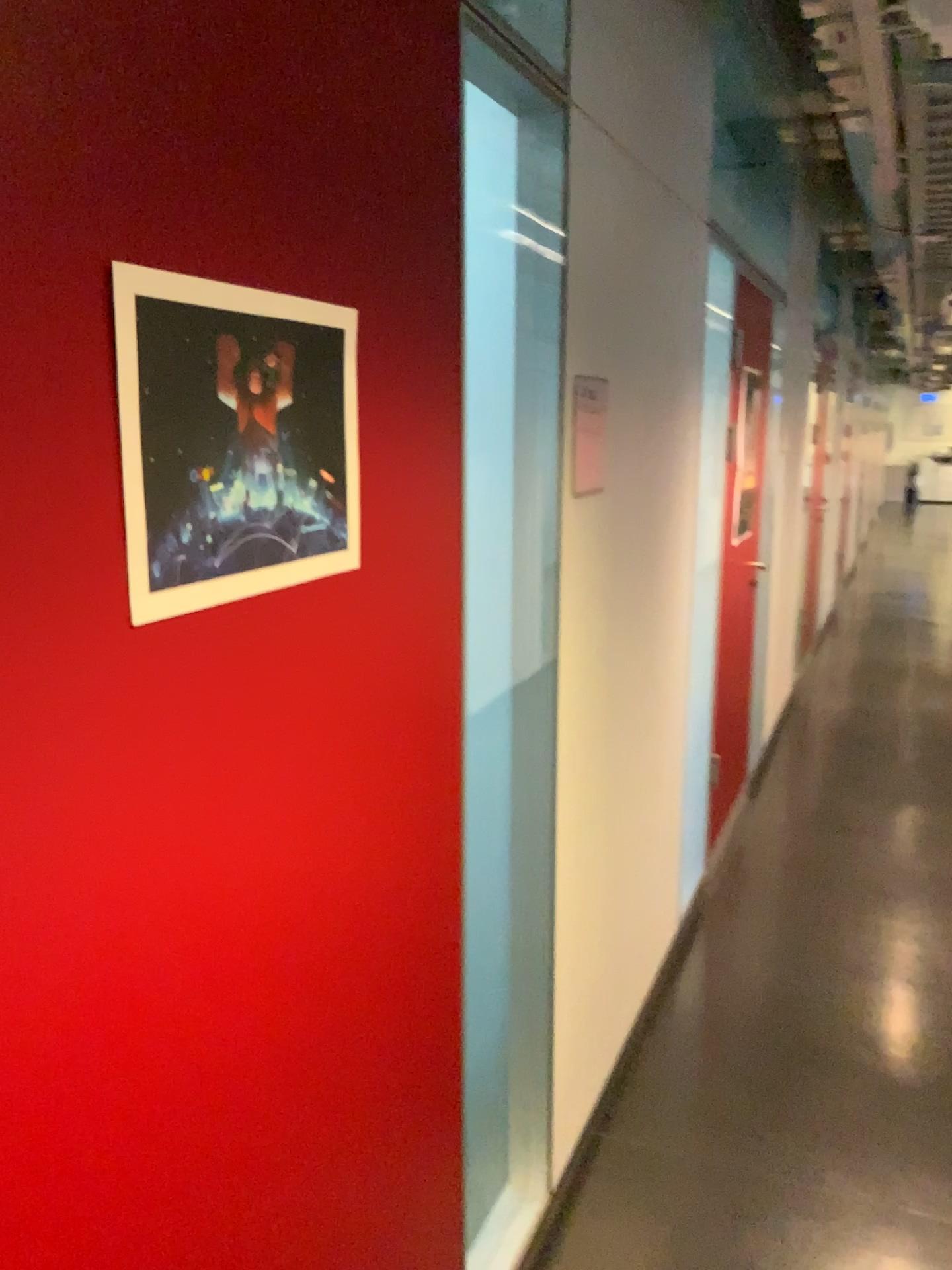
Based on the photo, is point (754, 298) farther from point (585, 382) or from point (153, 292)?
point (153, 292)

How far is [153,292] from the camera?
0.85m

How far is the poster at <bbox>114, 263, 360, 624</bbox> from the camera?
0.8 meters

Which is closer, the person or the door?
the person

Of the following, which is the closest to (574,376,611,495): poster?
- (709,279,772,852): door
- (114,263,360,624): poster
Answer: (114,263,360,624): poster

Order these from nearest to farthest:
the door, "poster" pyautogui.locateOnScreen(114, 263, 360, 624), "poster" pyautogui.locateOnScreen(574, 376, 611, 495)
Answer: "poster" pyautogui.locateOnScreen(114, 263, 360, 624) < "poster" pyautogui.locateOnScreen(574, 376, 611, 495) < the door

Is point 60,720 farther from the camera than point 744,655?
No

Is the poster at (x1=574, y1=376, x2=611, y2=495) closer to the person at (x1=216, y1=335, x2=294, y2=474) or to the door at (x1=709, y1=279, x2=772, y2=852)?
the person at (x1=216, y1=335, x2=294, y2=474)

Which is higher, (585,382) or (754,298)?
(754,298)

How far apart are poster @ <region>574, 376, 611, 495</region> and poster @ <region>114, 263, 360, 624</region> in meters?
0.9
